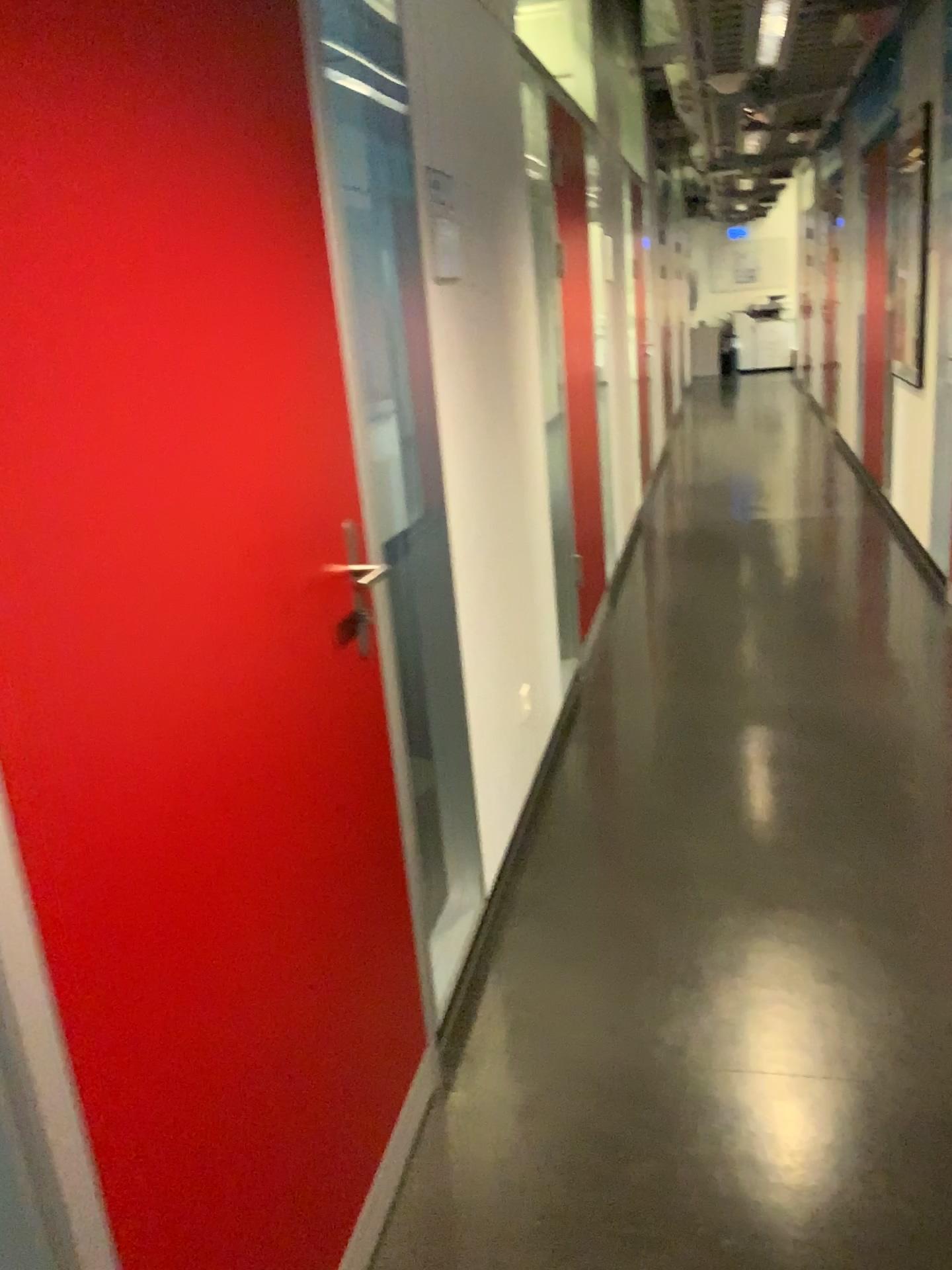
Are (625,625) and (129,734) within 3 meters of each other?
no
